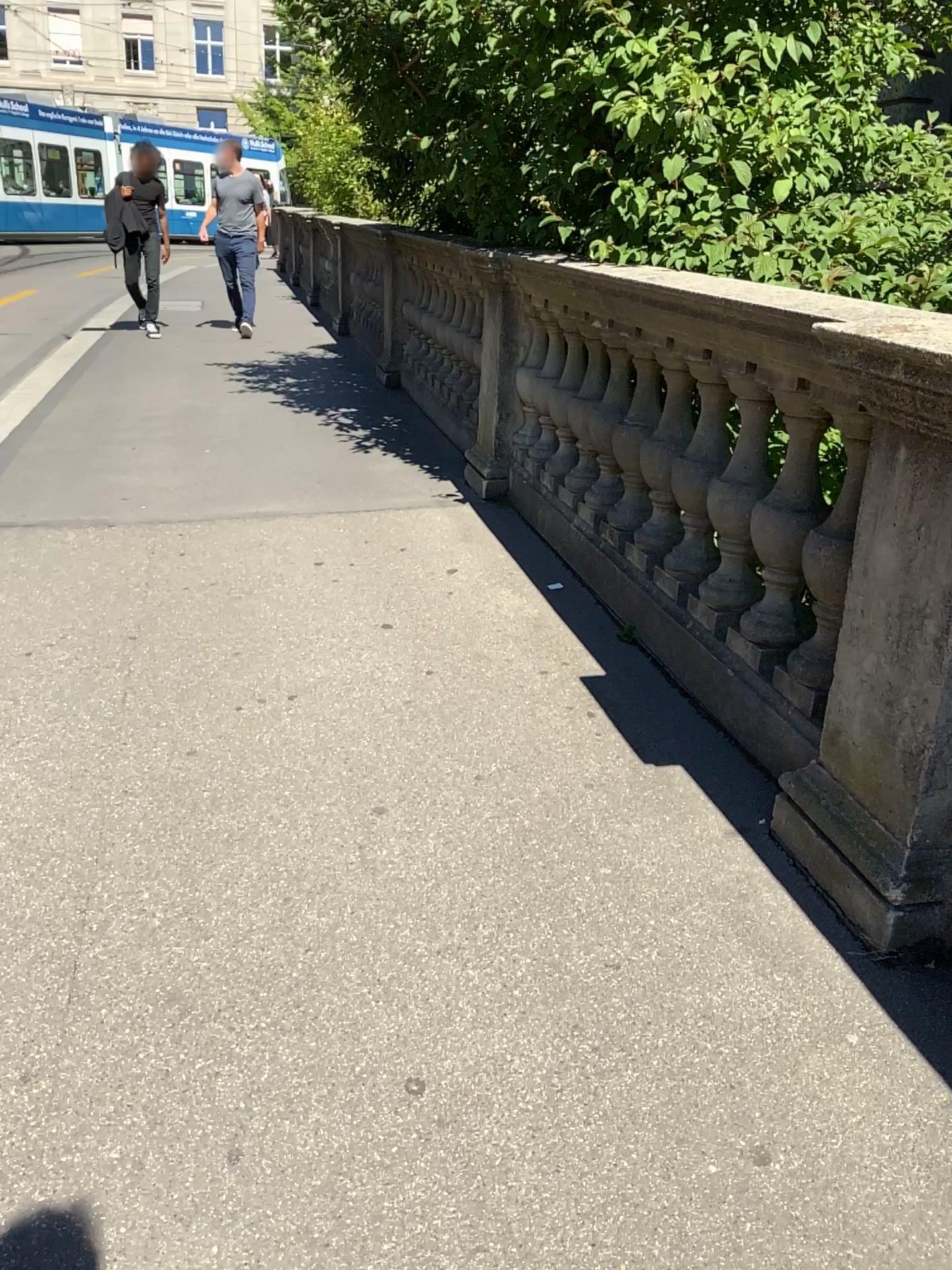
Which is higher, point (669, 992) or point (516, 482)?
point (516, 482)
